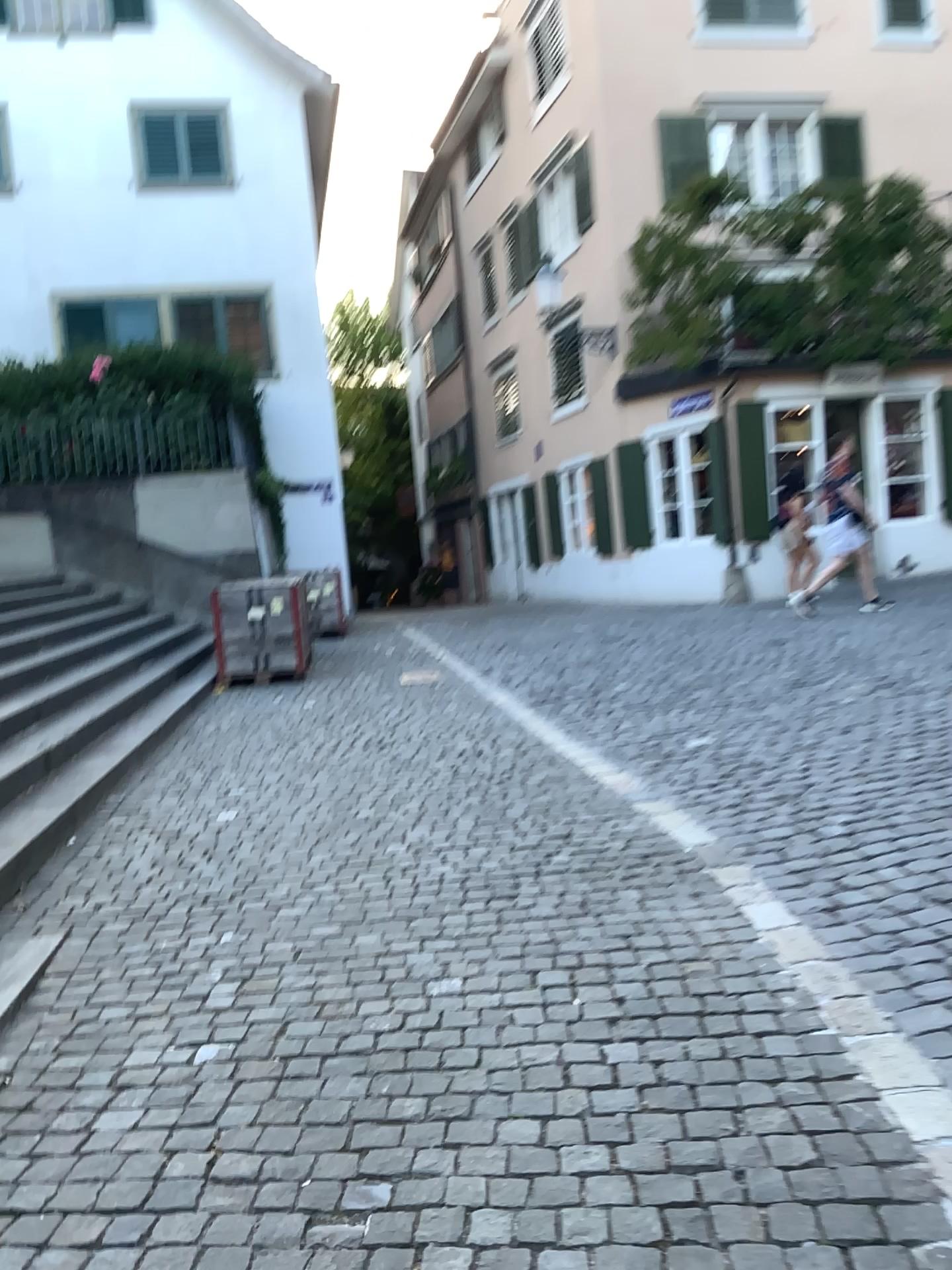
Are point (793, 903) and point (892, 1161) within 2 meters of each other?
yes
